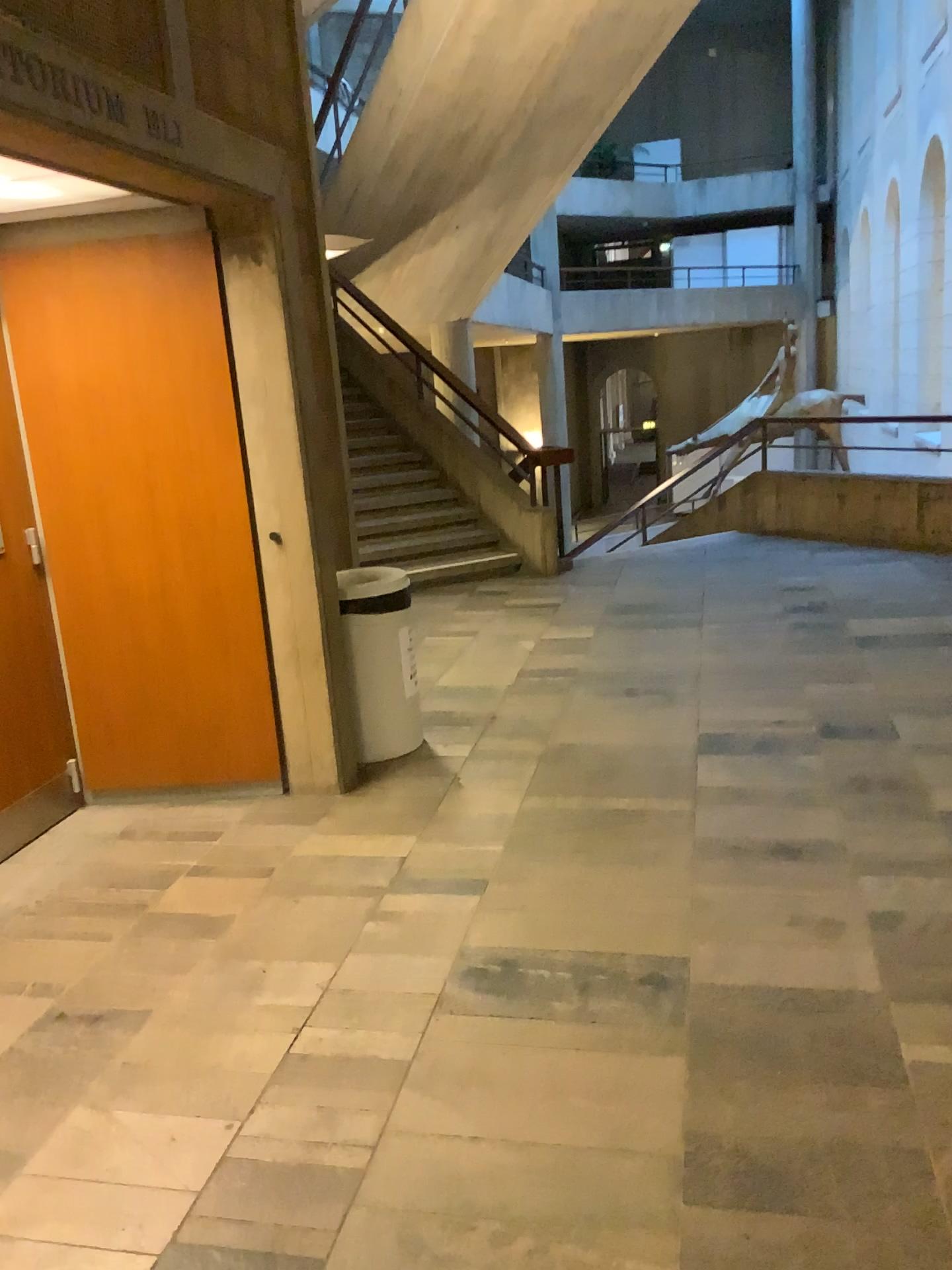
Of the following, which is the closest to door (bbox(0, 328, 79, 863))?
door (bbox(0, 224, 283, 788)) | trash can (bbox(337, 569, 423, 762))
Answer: door (bbox(0, 224, 283, 788))

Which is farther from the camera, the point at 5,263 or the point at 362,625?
the point at 362,625

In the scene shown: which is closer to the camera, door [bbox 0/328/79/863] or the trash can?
door [bbox 0/328/79/863]

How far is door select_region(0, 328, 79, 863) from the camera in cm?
371

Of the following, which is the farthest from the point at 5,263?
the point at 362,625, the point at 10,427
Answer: the point at 362,625

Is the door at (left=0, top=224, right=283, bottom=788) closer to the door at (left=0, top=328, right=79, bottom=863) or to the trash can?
the door at (left=0, top=328, right=79, bottom=863)

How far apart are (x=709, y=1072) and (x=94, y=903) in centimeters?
193cm

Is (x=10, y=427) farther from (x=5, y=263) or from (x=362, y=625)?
(x=362, y=625)

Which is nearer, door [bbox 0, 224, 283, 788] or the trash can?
door [bbox 0, 224, 283, 788]
